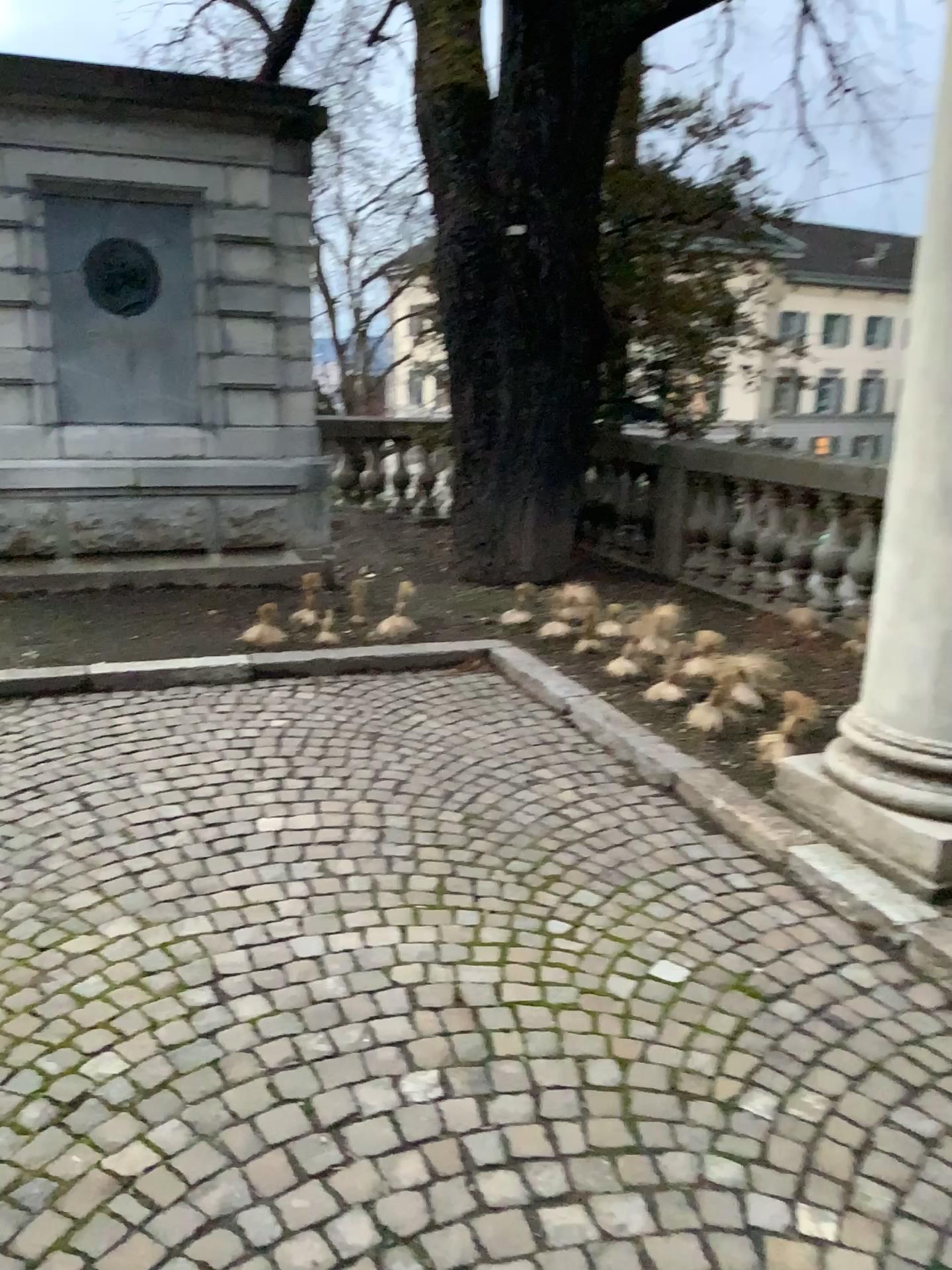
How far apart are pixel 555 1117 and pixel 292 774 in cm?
195
